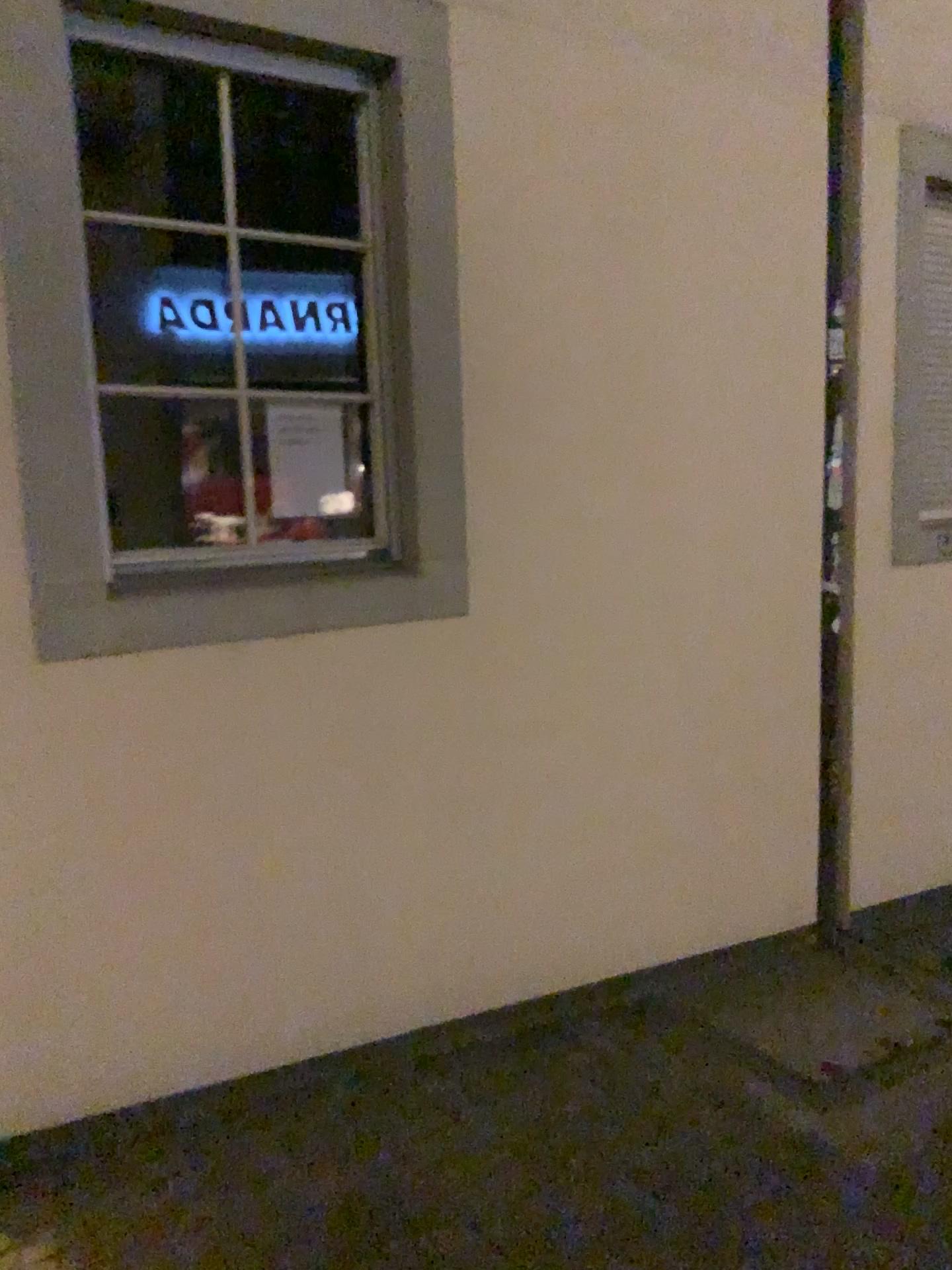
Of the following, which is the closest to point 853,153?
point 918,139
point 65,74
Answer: point 918,139

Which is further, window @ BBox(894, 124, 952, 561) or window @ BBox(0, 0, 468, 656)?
window @ BBox(894, 124, 952, 561)

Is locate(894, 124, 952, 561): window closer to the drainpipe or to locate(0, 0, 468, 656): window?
the drainpipe

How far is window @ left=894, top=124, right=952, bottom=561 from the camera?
3.7m

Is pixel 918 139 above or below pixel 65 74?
above

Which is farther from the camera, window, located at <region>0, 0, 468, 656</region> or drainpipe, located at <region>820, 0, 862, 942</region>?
drainpipe, located at <region>820, 0, 862, 942</region>

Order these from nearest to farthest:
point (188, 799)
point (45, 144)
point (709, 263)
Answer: point (45, 144), point (188, 799), point (709, 263)

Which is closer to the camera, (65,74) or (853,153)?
(65,74)

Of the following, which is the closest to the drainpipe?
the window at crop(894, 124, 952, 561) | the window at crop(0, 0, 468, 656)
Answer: the window at crop(894, 124, 952, 561)
